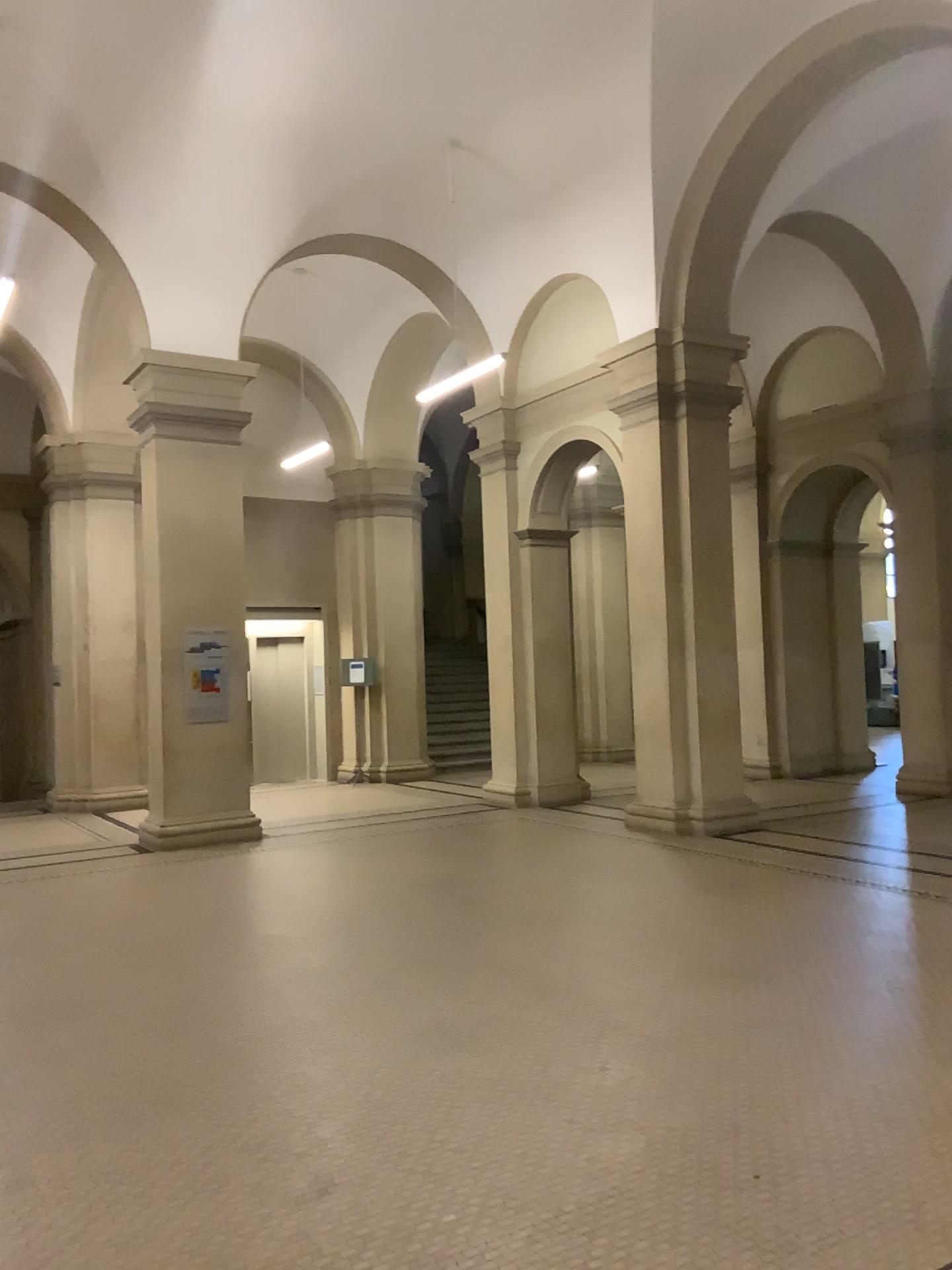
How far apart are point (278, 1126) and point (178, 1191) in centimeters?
47cm
